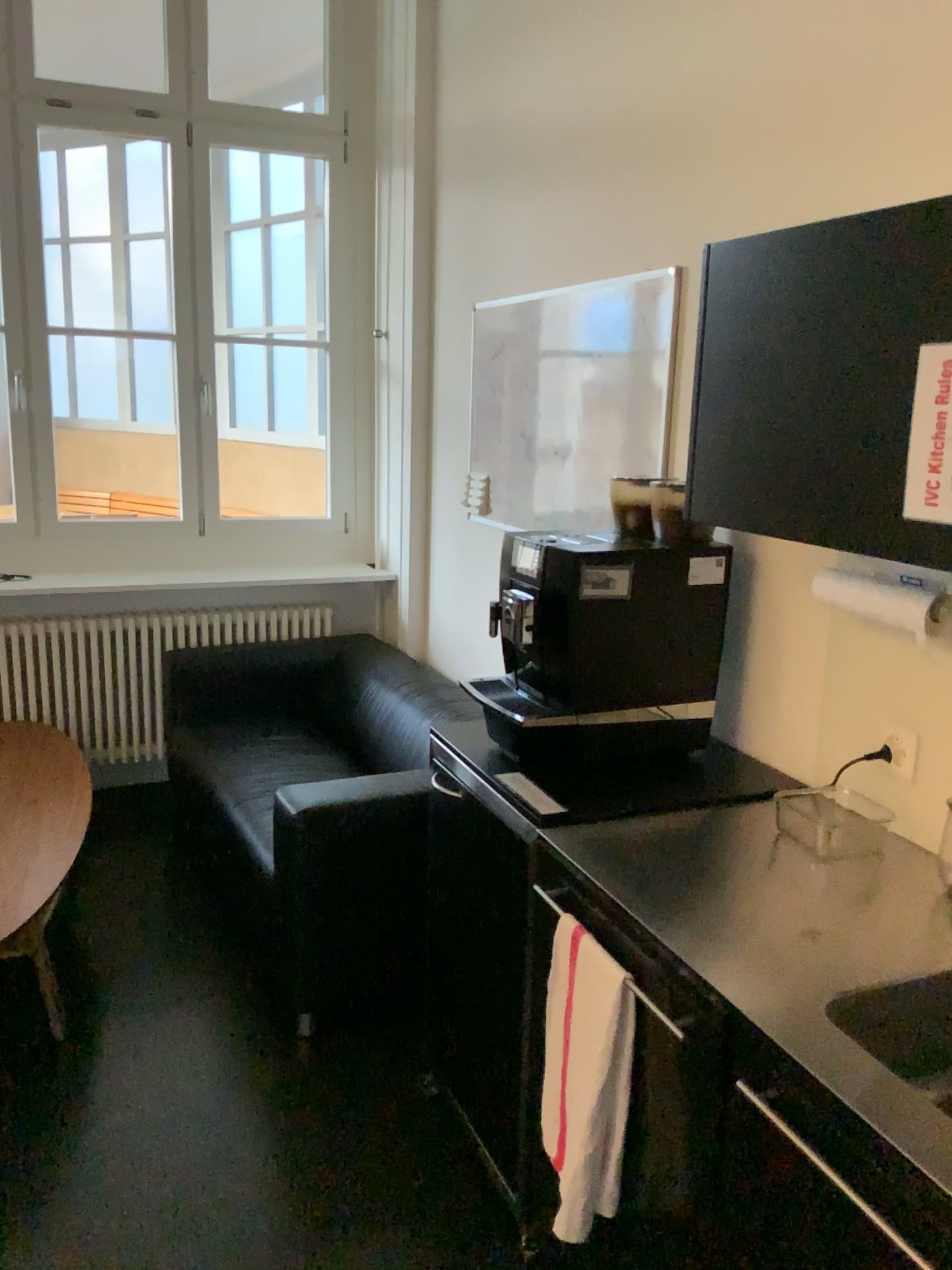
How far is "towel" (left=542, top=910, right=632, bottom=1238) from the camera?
1.55m

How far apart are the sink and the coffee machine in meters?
0.8

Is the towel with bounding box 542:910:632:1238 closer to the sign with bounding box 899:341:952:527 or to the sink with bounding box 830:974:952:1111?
the sink with bounding box 830:974:952:1111

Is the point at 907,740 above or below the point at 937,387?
below

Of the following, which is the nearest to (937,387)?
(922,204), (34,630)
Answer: (922,204)

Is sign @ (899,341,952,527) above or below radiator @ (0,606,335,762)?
above

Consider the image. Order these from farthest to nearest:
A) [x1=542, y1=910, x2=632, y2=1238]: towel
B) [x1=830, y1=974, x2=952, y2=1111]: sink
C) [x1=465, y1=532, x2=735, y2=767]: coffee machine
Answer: [x1=465, y1=532, x2=735, y2=767]: coffee machine < [x1=542, y1=910, x2=632, y2=1238]: towel < [x1=830, y1=974, x2=952, y2=1111]: sink

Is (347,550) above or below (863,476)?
below

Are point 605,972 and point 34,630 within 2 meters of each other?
no

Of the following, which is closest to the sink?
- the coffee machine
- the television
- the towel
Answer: the towel
